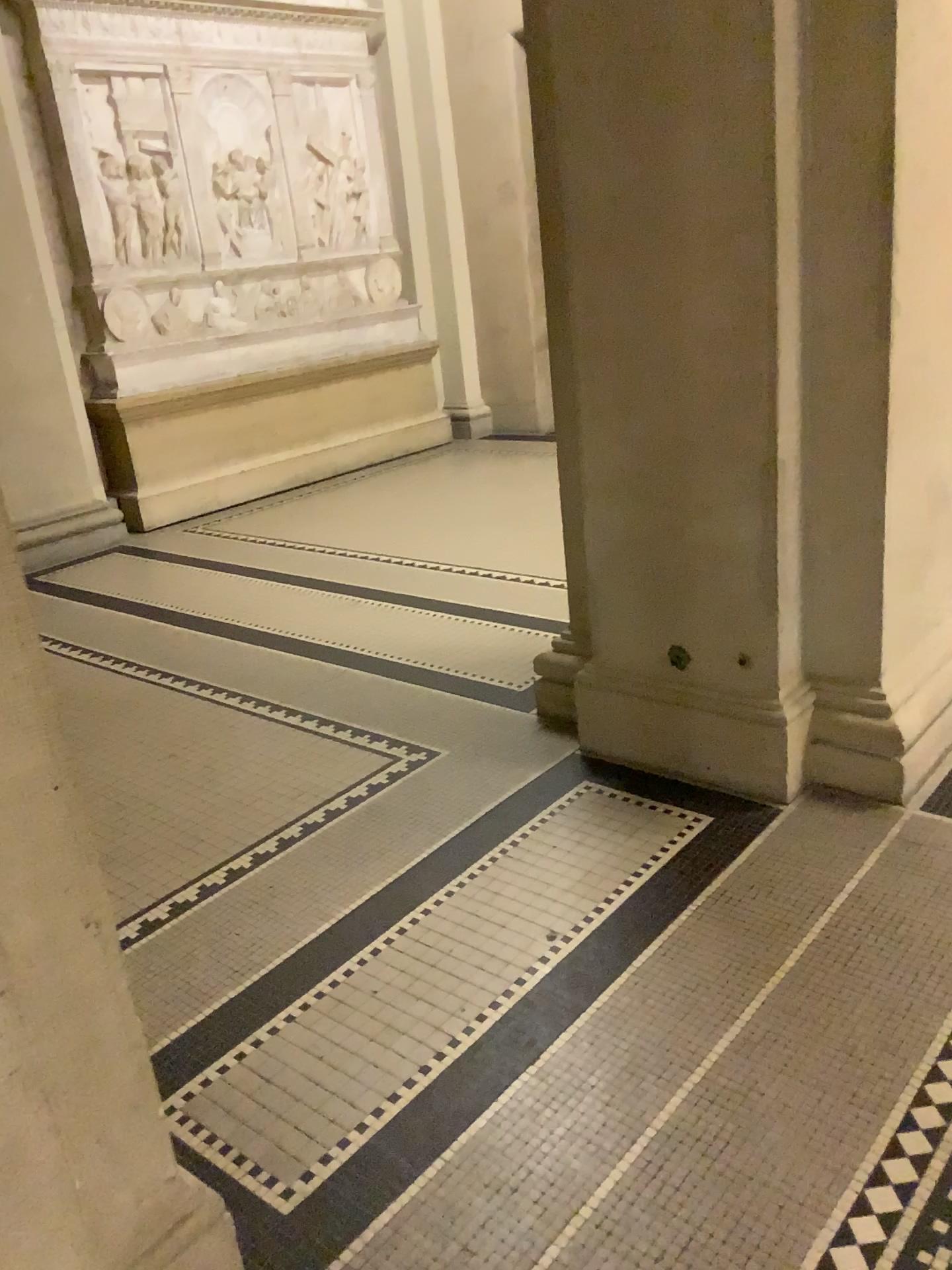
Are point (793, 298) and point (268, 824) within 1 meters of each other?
no

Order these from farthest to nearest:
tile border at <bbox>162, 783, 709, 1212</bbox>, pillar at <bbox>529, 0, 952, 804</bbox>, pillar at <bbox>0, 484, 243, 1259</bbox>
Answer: pillar at <bbox>529, 0, 952, 804</bbox> < tile border at <bbox>162, 783, 709, 1212</bbox> < pillar at <bbox>0, 484, 243, 1259</bbox>

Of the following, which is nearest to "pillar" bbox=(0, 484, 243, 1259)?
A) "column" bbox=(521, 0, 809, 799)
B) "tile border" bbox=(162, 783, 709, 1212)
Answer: "tile border" bbox=(162, 783, 709, 1212)

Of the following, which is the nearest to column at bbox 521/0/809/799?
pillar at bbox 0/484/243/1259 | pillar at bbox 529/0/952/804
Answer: pillar at bbox 529/0/952/804

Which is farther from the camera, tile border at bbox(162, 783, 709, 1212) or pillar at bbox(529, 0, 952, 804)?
pillar at bbox(529, 0, 952, 804)

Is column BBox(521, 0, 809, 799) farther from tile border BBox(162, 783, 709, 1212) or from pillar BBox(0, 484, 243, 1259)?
pillar BBox(0, 484, 243, 1259)

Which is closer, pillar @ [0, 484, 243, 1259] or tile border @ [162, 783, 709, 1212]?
pillar @ [0, 484, 243, 1259]

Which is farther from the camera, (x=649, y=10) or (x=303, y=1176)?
(x=649, y=10)

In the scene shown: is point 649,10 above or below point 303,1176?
above

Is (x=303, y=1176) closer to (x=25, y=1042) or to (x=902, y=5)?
(x=25, y=1042)
